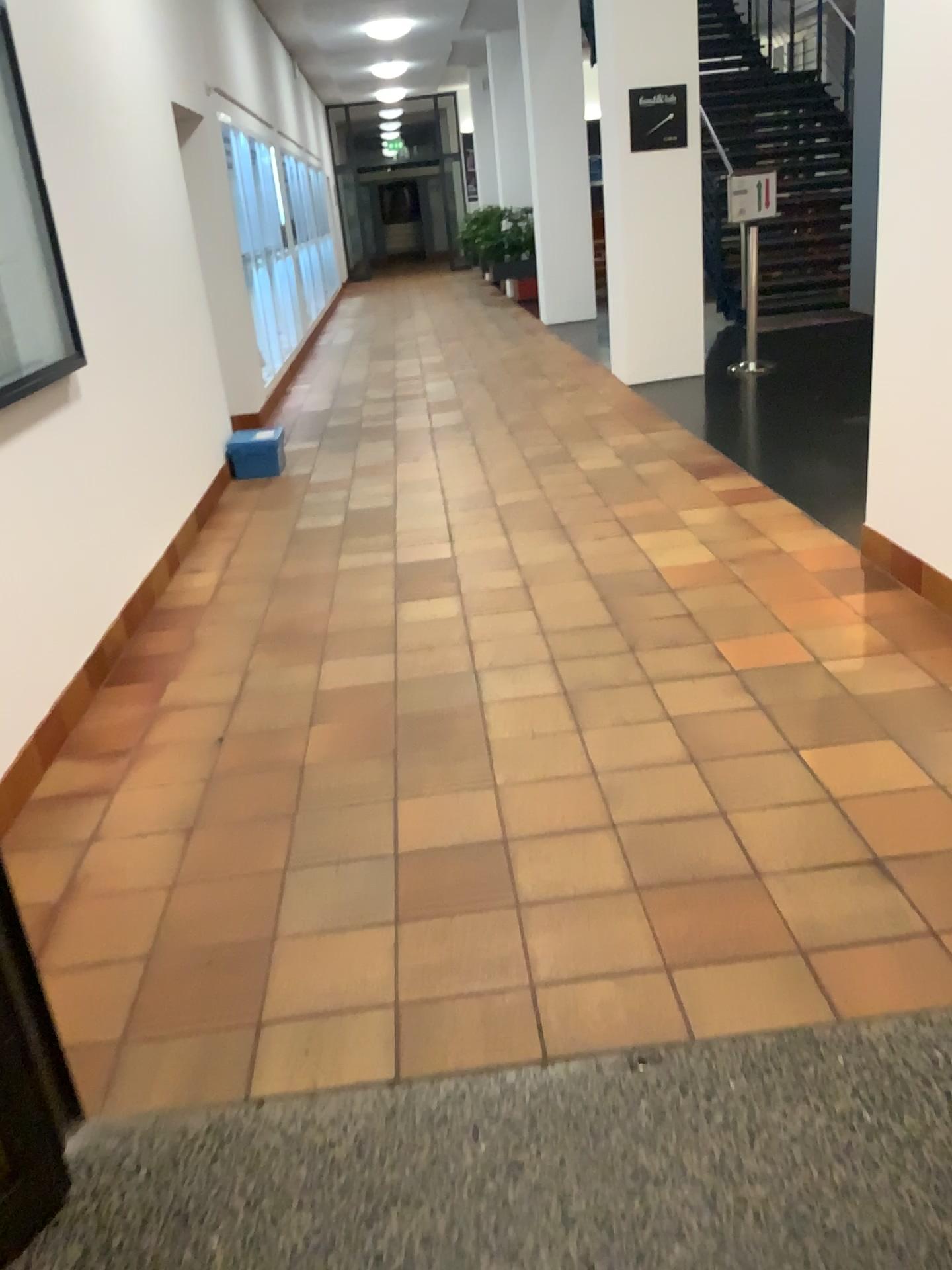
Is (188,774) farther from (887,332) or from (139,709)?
(887,332)
